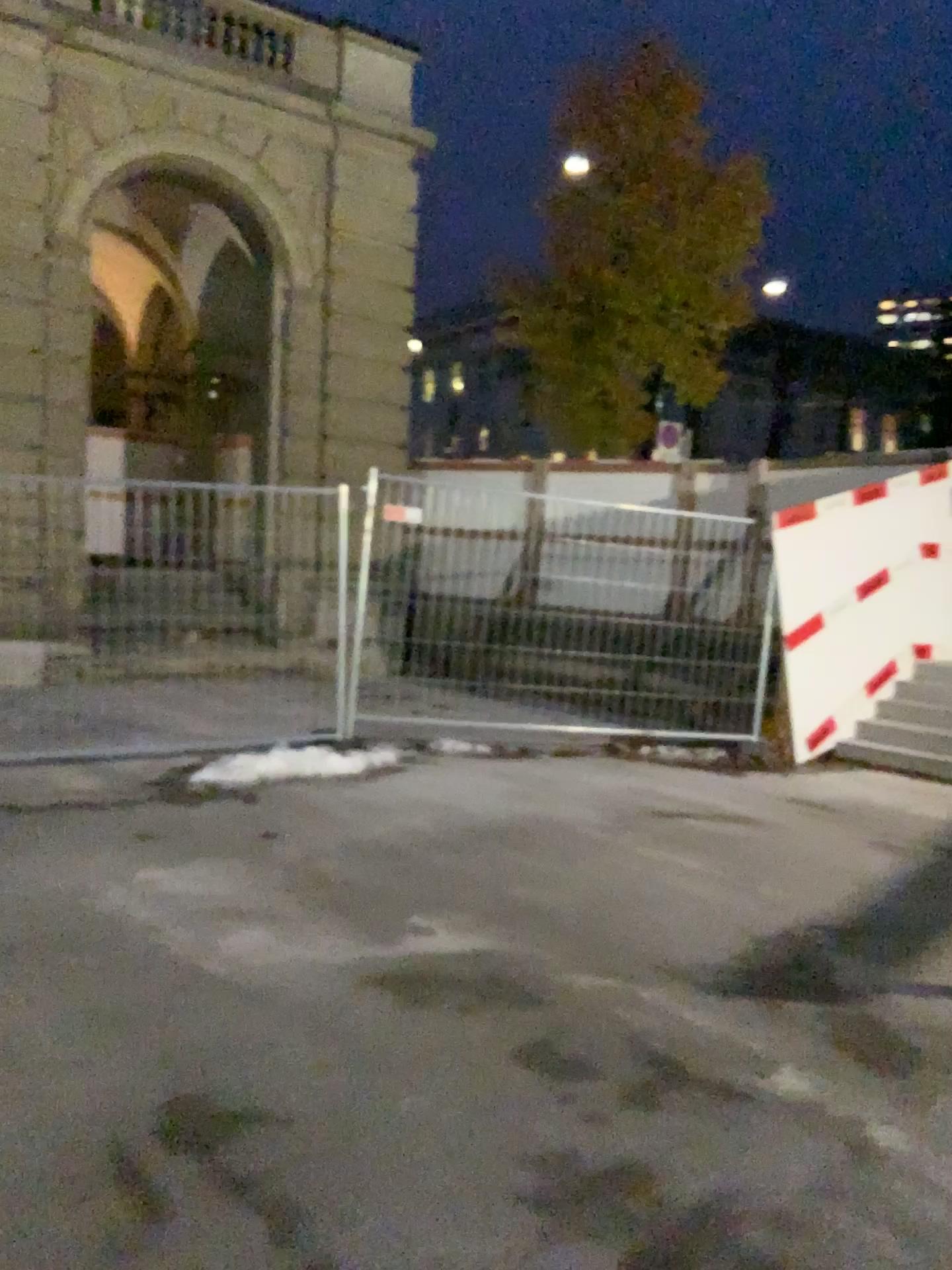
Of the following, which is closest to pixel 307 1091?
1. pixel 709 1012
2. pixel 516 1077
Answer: pixel 516 1077
